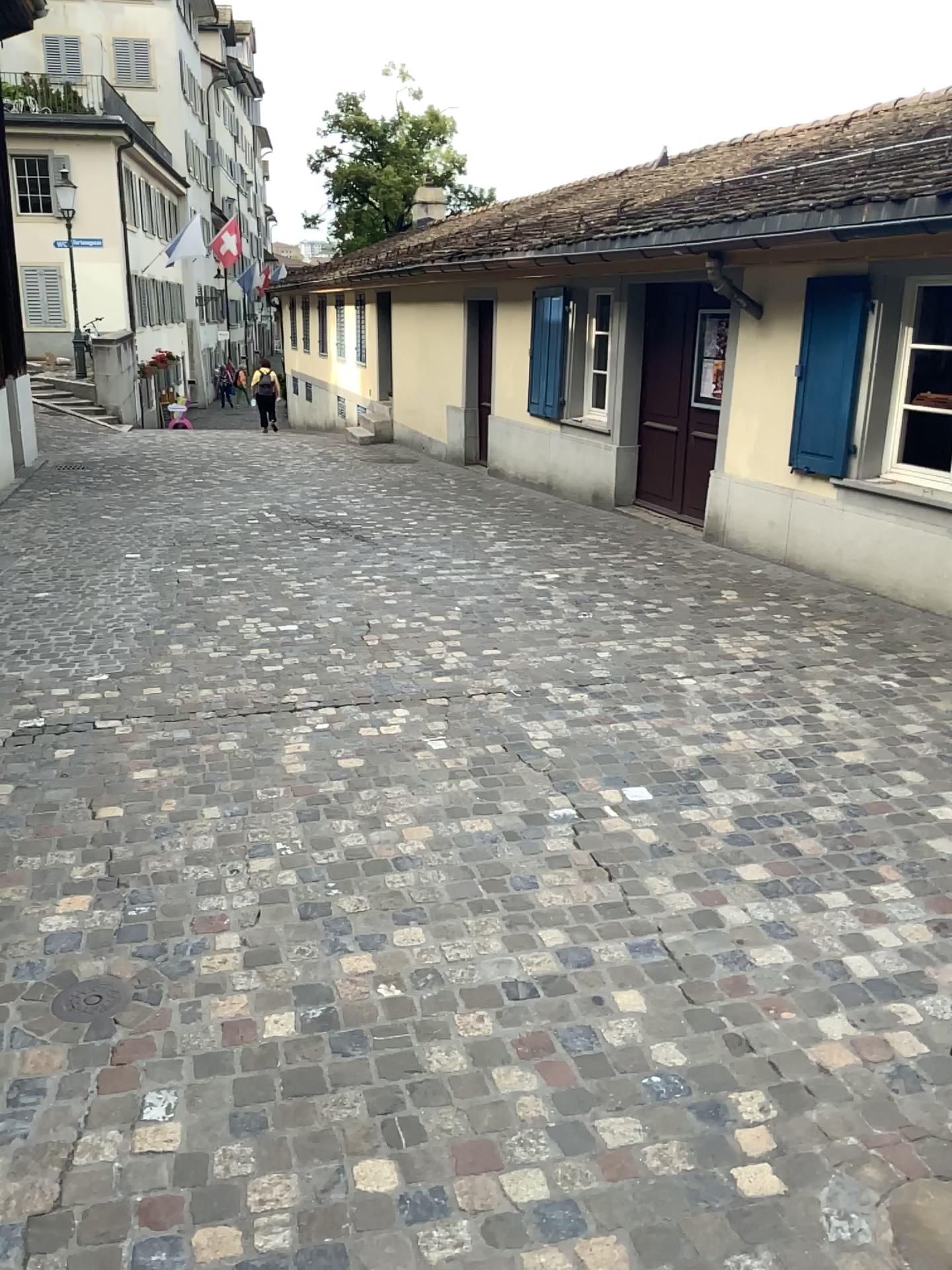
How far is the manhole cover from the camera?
2.6m

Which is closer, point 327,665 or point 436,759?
point 436,759

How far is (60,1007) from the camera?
2.6 meters

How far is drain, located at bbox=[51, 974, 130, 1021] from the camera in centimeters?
258cm

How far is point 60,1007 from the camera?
2.6m
